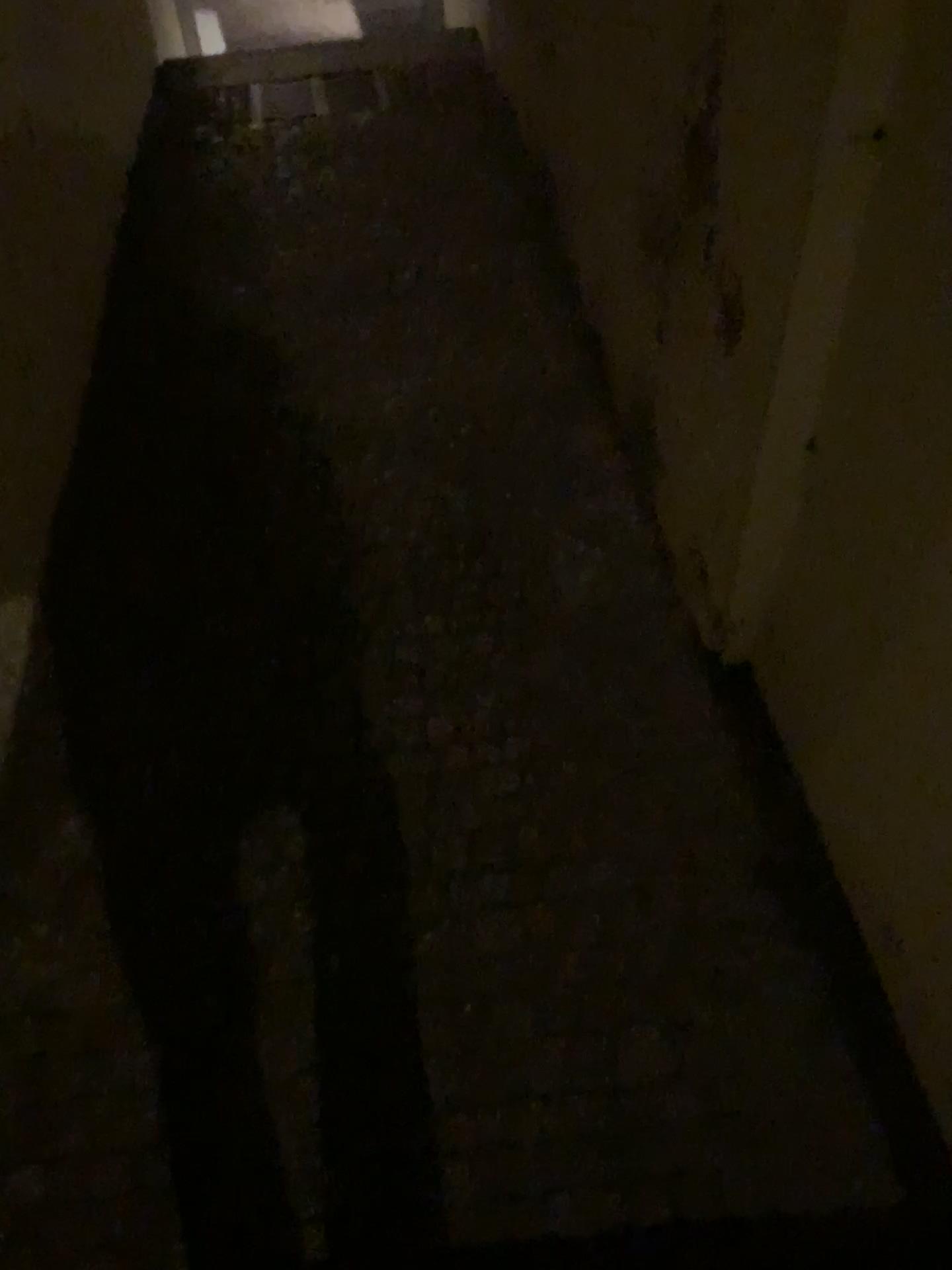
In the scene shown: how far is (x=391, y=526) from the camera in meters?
2.3
